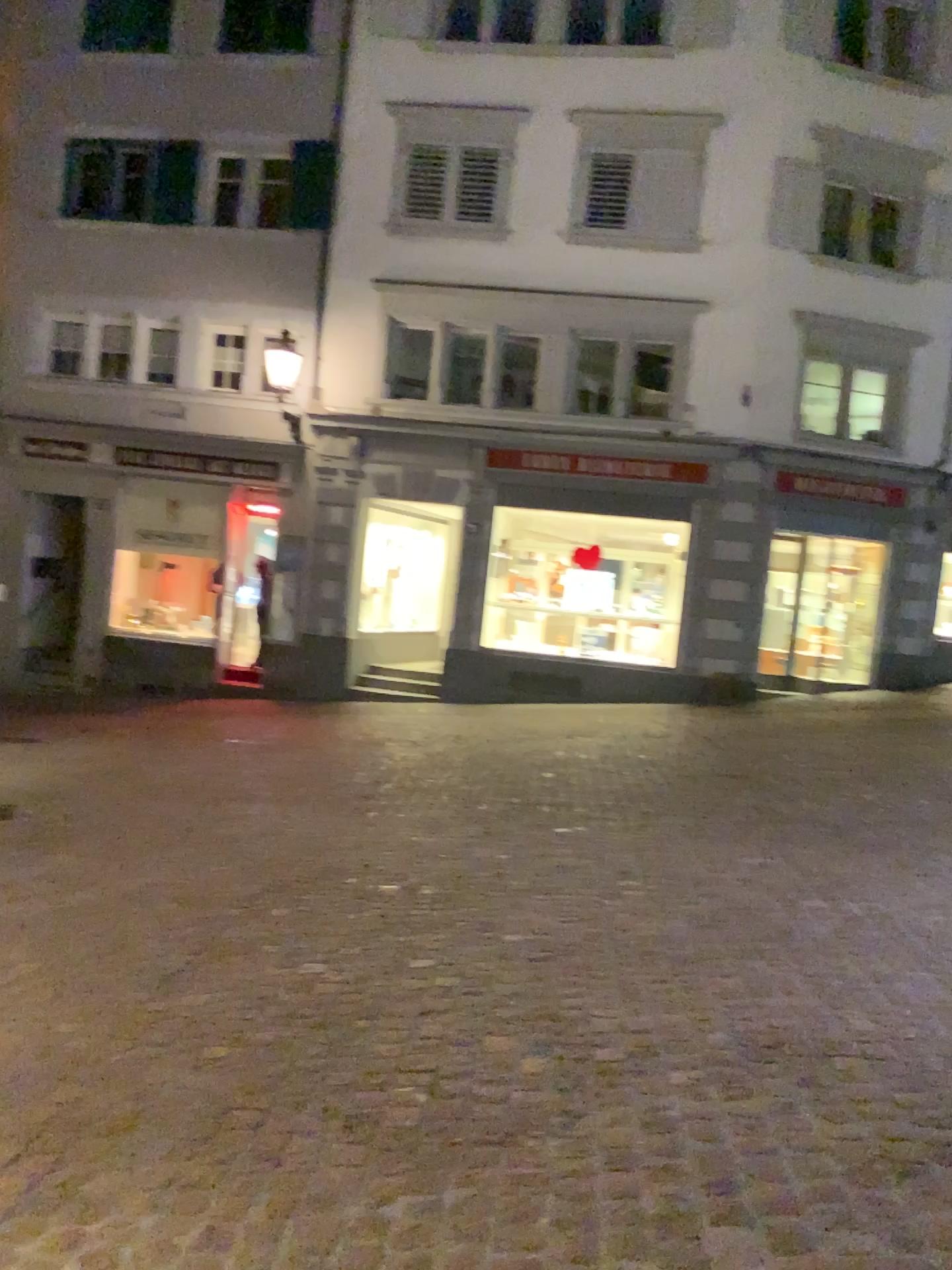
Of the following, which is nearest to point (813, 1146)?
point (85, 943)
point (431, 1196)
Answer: point (431, 1196)
